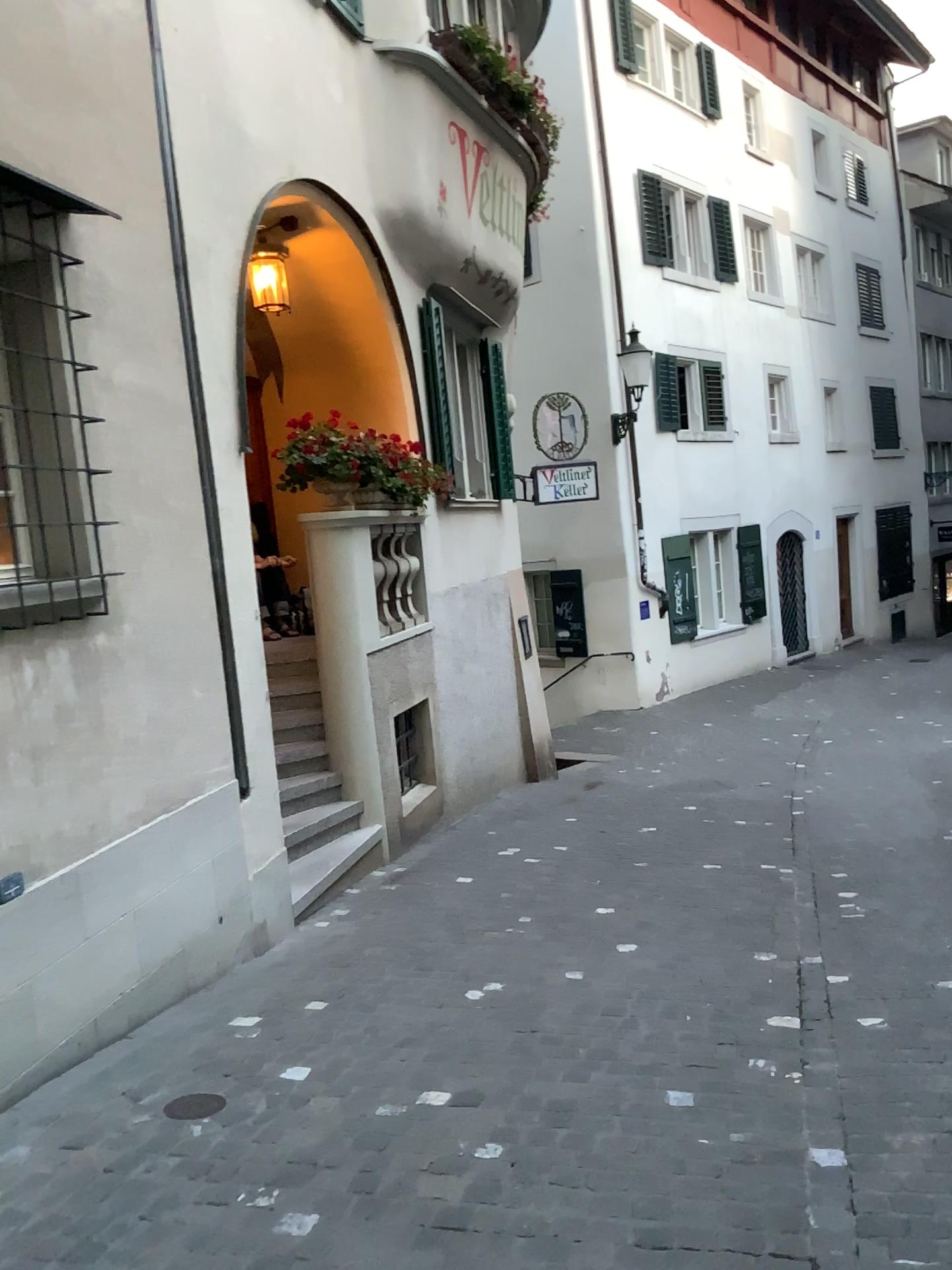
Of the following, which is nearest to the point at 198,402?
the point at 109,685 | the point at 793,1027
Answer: the point at 109,685
